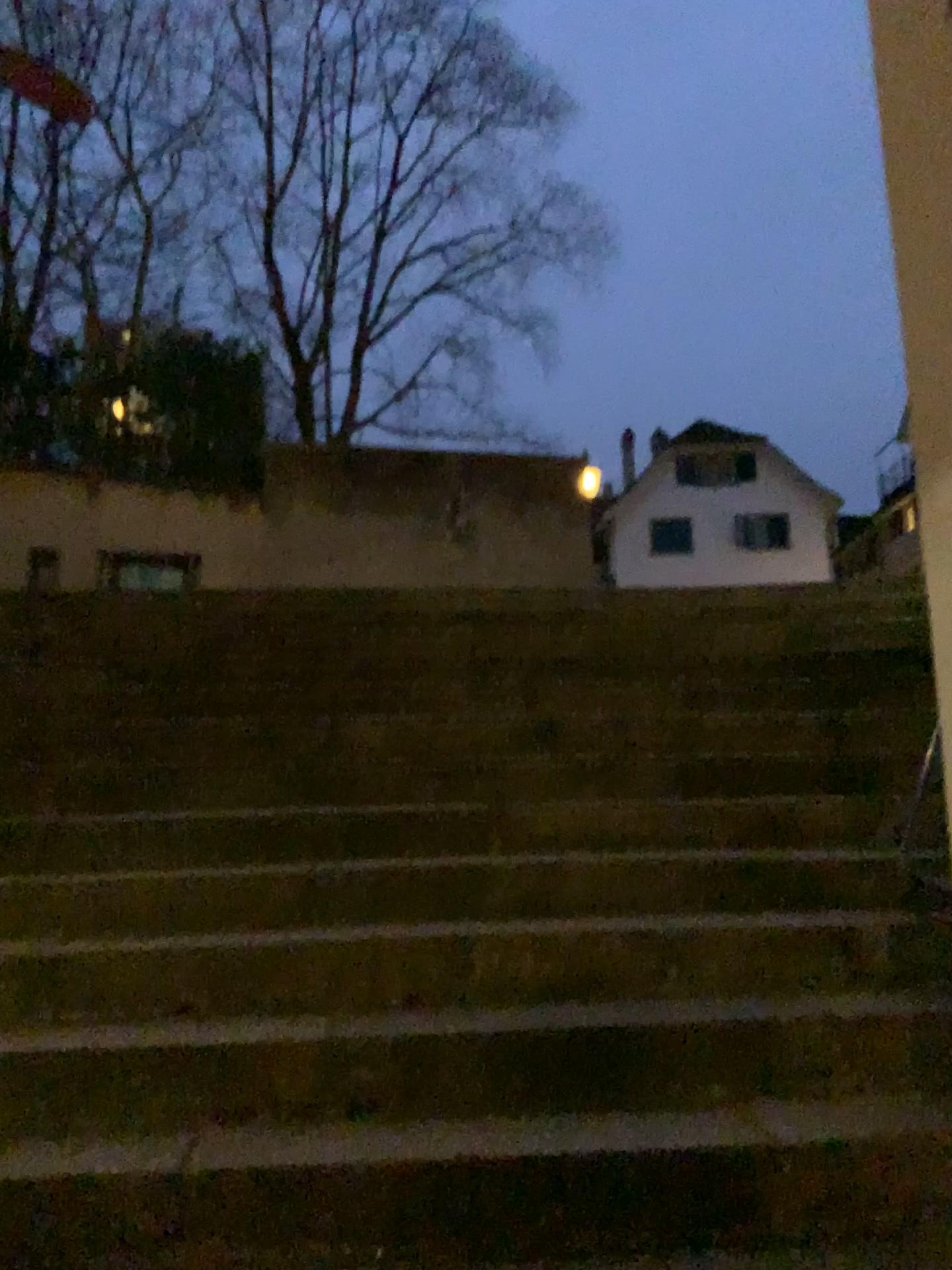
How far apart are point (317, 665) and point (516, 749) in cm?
126
